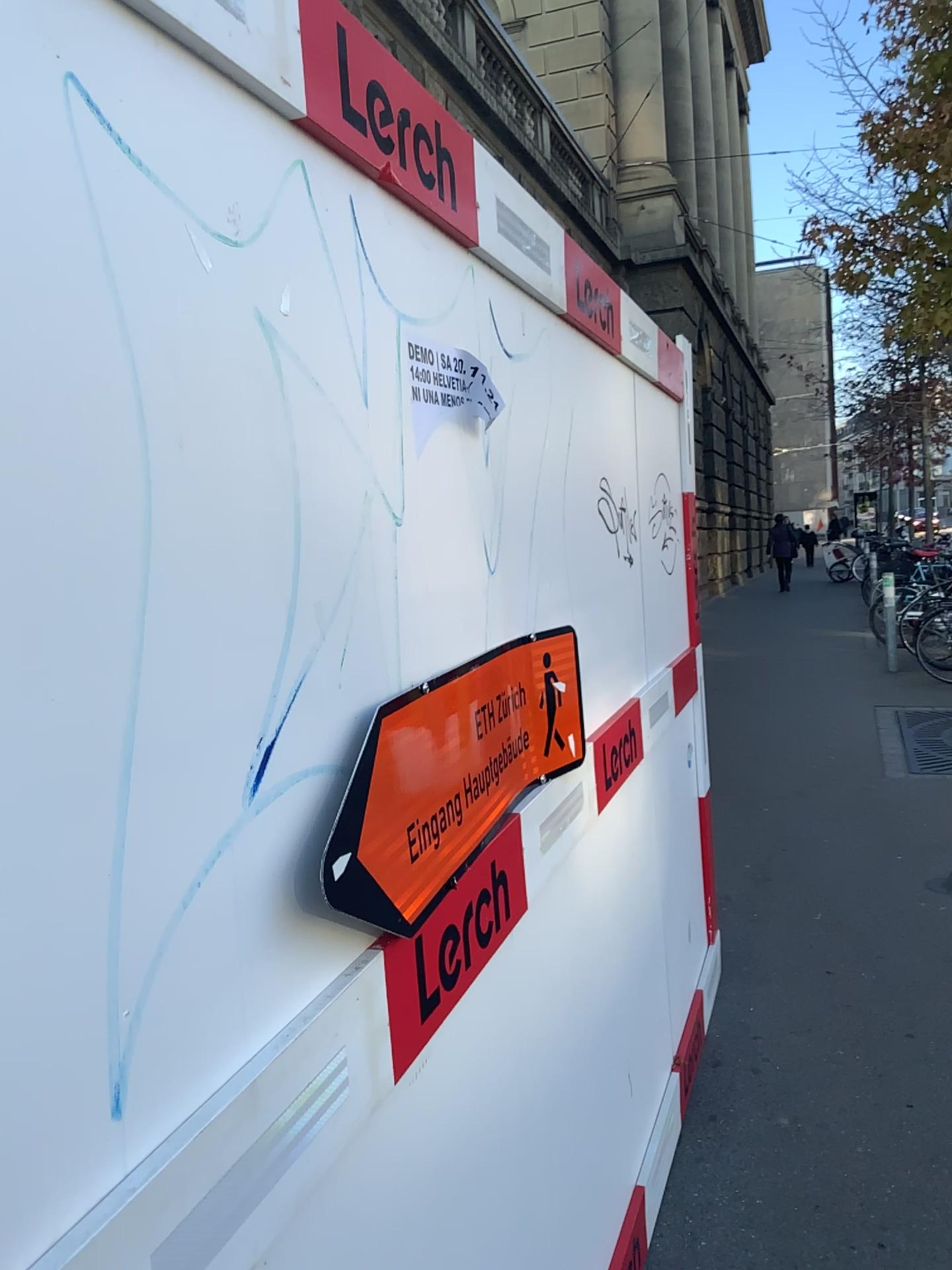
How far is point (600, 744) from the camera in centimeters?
205cm

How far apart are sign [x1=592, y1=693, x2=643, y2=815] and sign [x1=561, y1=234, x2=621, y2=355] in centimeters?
78cm

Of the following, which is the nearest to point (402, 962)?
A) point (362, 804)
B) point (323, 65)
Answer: point (362, 804)

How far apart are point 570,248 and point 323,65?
1.0 meters

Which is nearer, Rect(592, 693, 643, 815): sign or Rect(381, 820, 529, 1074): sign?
Rect(381, 820, 529, 1074): sign

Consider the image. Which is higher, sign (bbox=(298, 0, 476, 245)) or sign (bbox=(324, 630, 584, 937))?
sign (bbox=(298, 0, 476, 245))

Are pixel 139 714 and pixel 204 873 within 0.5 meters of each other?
yes

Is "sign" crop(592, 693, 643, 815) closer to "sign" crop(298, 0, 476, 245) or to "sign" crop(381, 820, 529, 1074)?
"sign" crop(381, 820, 529, 1074)

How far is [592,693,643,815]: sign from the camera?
2.1 meters

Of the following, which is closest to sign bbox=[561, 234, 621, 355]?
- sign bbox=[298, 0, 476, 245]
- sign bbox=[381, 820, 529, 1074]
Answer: sign bbox=[298, 0, 476, 245]
